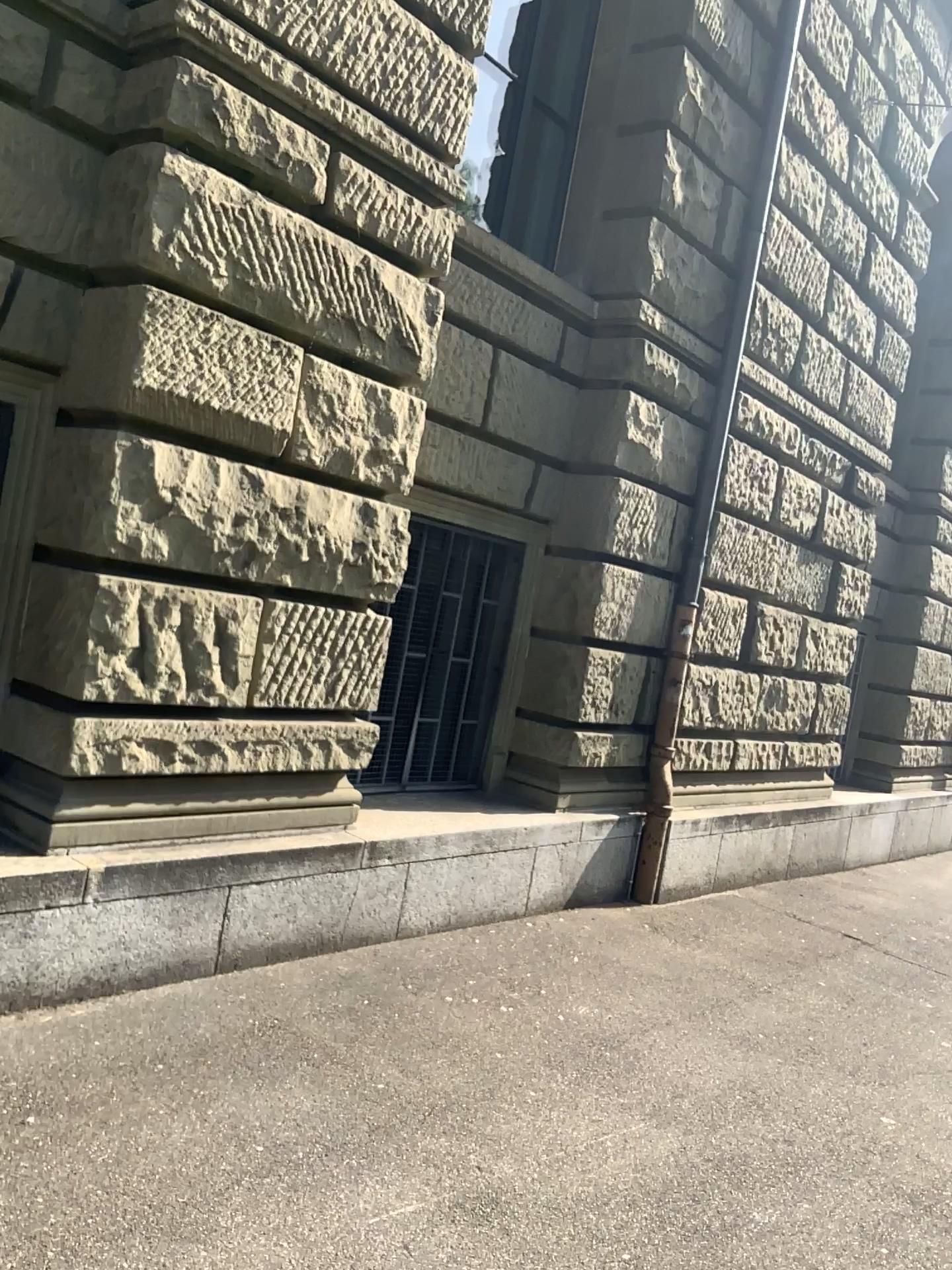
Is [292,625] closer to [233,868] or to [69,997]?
[233,868]
